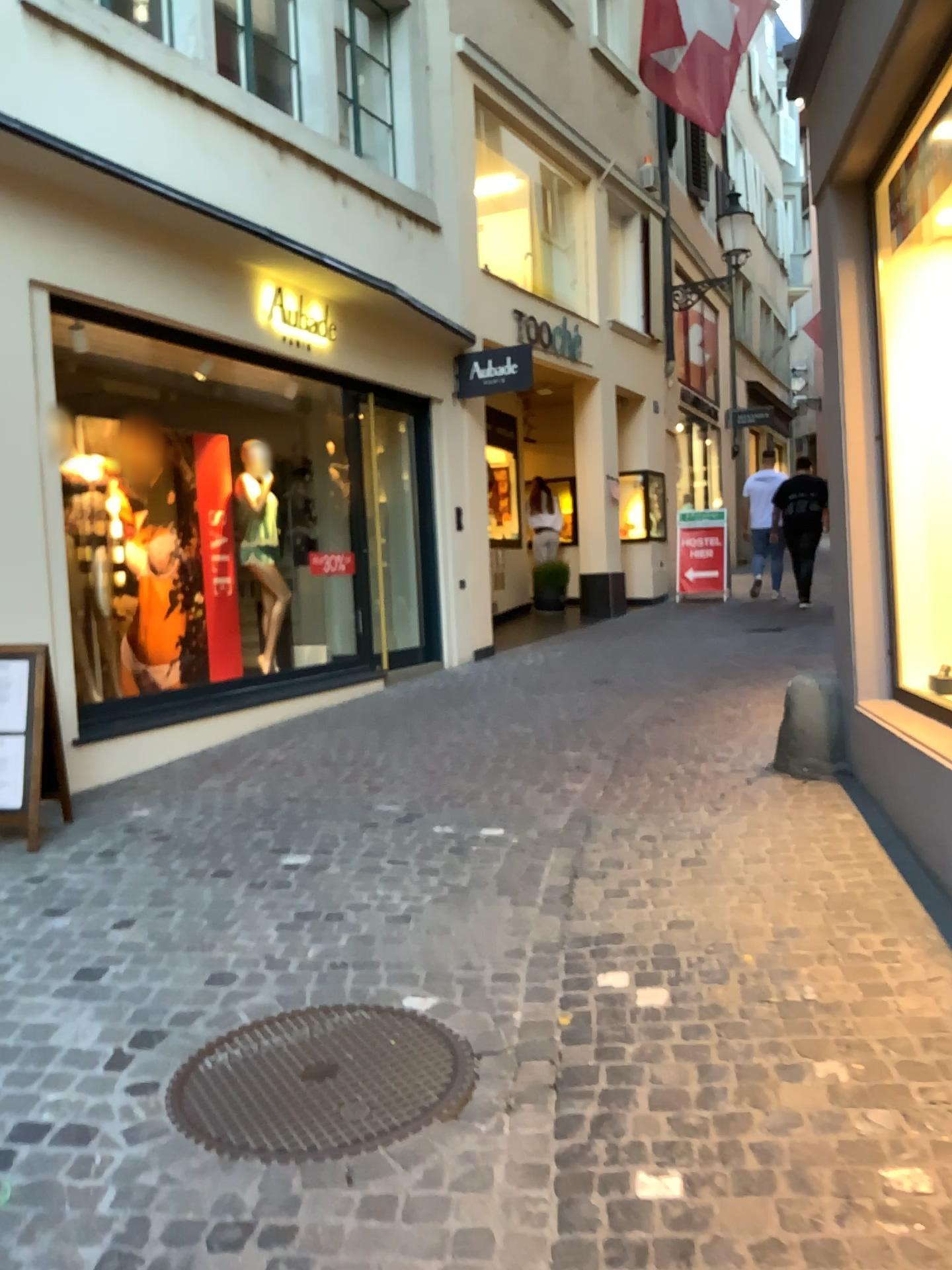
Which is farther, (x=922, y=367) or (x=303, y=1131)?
(x=922, y=367)

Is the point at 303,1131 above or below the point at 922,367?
below

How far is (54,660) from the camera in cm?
457

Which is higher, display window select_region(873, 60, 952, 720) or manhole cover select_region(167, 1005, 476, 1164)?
display window select_region(873, 60, 952, 720)

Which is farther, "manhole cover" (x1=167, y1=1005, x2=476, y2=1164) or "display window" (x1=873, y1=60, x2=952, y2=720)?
"display window" (x1=873, y1=60, x2=952, y2=720)
